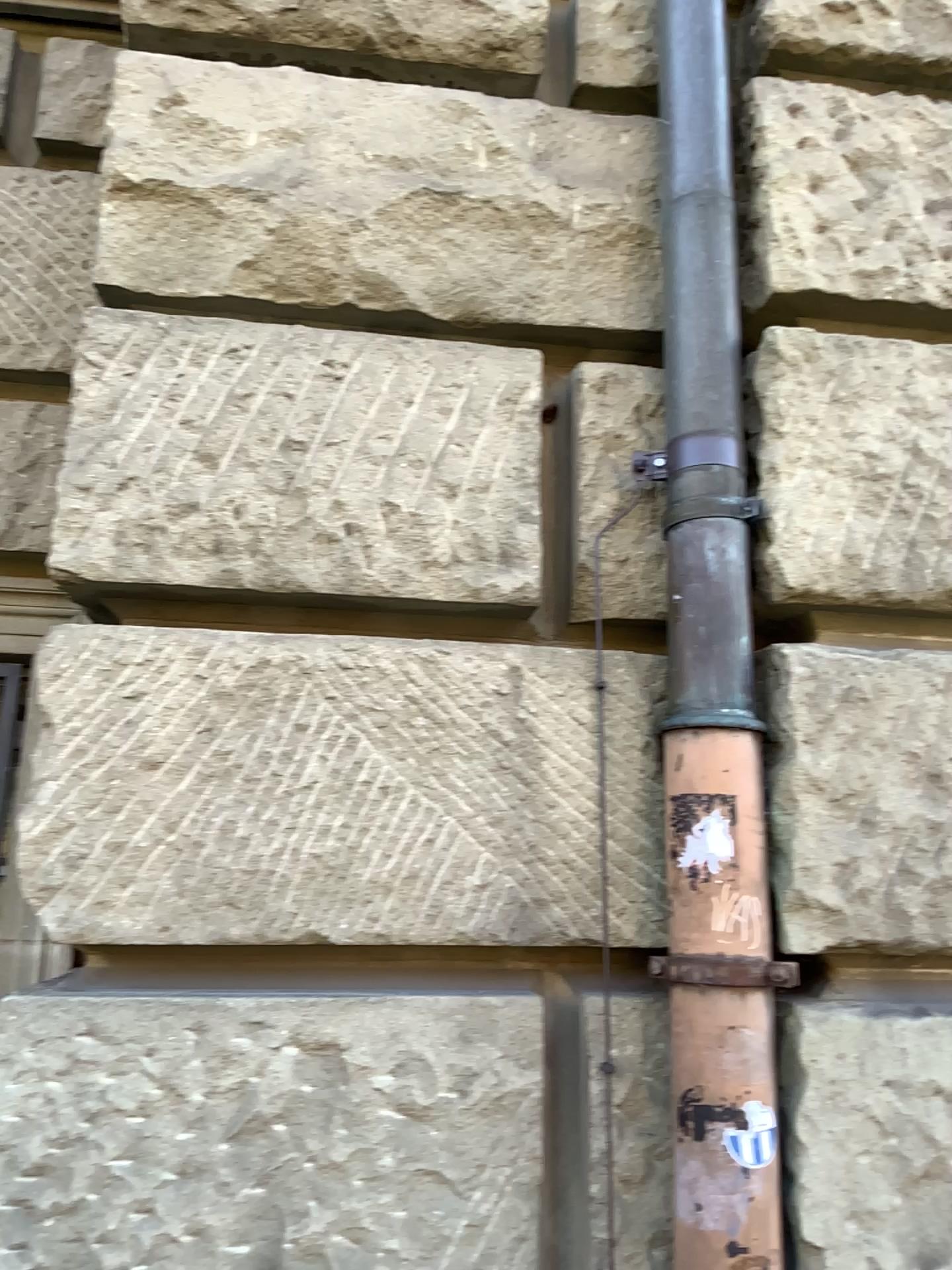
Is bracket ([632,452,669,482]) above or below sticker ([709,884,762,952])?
above

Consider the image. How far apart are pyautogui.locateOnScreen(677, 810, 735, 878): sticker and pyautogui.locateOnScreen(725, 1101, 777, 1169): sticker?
0.3m

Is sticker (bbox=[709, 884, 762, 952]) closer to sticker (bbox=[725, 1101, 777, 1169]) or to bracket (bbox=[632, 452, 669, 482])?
sticker (bbox=[725, 1101, 777, 1169])

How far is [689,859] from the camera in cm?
143

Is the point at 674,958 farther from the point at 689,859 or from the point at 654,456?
the point at 654,456

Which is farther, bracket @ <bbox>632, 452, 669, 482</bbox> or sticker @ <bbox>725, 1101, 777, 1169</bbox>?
bracket @ <bbox>632, 452, 669, 482</bbox>

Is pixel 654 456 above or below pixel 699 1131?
above

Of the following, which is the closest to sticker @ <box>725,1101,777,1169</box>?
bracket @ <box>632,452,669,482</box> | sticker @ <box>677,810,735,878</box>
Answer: sticker @ <box>677,810,735,878</box>

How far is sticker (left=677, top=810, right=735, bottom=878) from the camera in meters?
1.4

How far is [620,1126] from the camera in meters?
1.5 m
